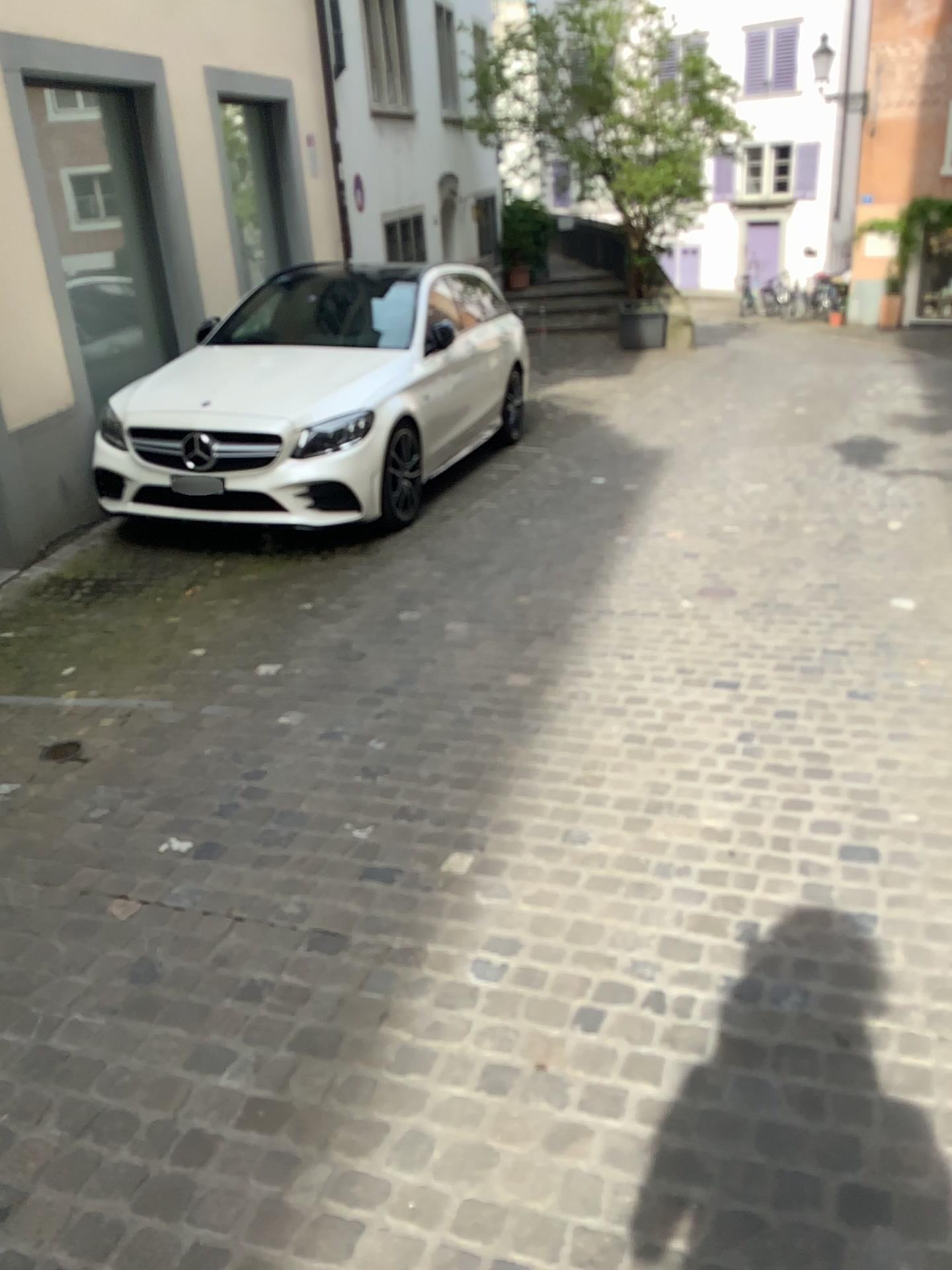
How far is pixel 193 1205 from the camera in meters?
1.8 m
